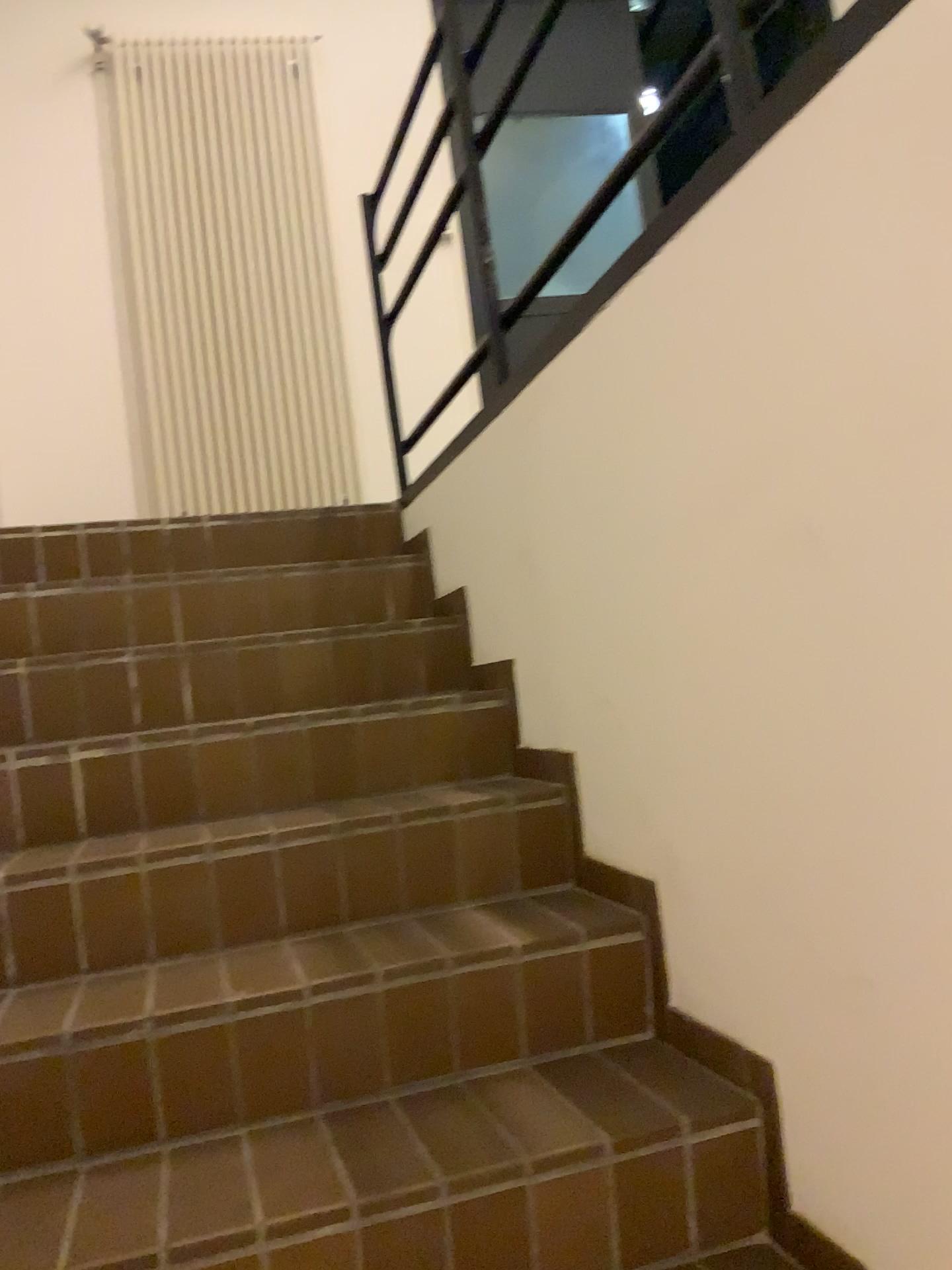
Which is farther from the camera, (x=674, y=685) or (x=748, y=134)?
(x=674, y=685)

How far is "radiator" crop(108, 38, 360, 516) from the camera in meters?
4.0

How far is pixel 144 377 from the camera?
4.0m
